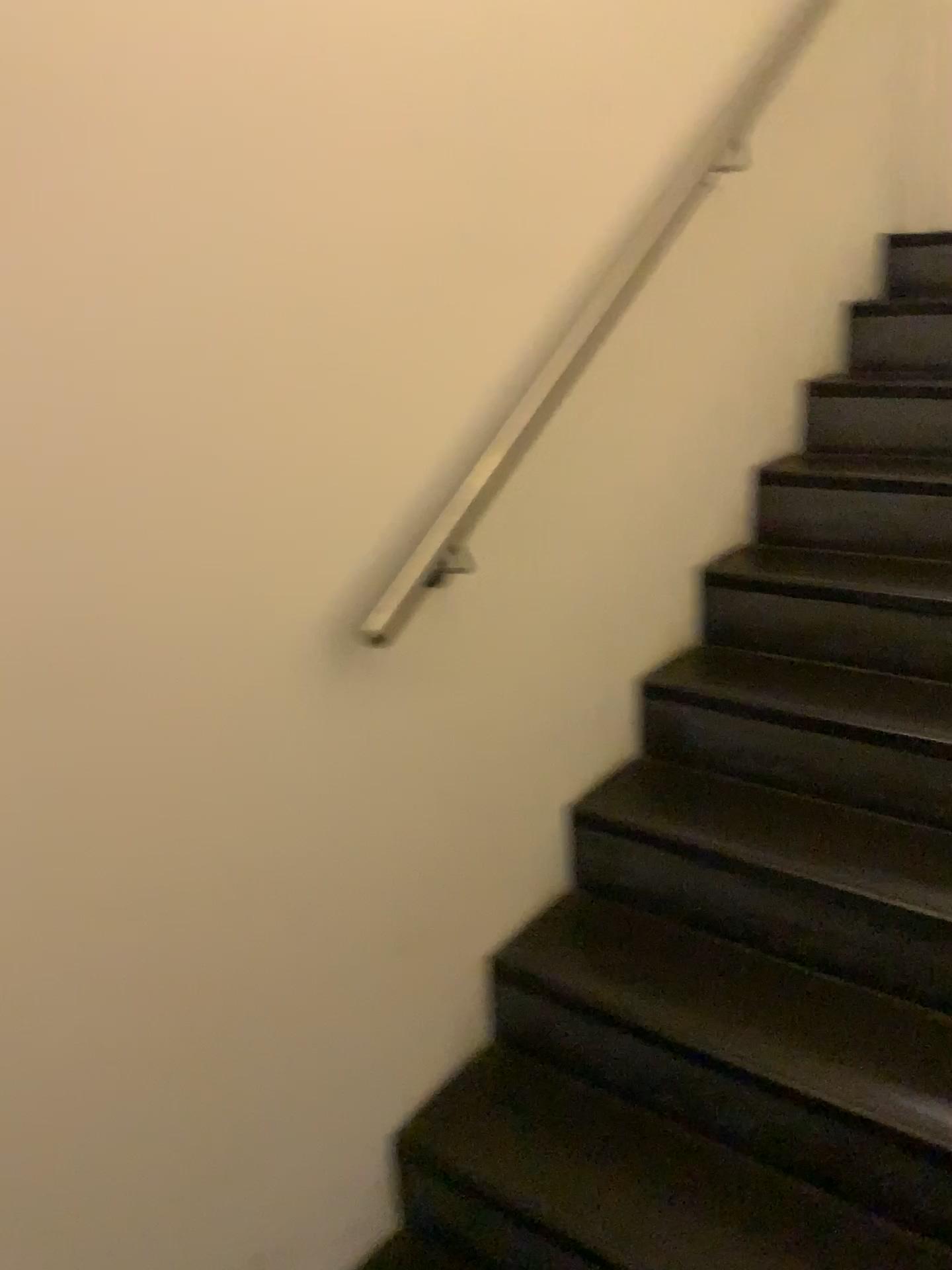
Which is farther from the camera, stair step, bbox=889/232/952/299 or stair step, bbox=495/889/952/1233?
stair step, bbox=889/232/952/299

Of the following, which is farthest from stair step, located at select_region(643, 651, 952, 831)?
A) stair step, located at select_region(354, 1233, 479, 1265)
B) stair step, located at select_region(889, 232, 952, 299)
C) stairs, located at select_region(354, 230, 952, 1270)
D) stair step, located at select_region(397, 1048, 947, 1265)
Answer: stair step, located at select_region(889, 232, 952, 299)

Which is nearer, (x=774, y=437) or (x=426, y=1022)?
(x=426, y=1022)

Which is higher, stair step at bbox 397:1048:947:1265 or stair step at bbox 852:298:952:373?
stair step at bbox 852:298:952:373

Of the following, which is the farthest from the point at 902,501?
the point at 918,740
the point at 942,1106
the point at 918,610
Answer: the point at 942,1106

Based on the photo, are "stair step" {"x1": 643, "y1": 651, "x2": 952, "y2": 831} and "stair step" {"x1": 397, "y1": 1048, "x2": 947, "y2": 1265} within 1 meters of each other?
yes

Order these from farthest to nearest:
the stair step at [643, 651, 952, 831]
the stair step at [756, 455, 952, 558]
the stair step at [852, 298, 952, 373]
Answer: the stair step at [852, 298, 952, 373], the stair step at [756, 455, 952, 558], the stair step at [643, 651, 952, 831]

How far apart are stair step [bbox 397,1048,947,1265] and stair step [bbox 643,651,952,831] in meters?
0.6

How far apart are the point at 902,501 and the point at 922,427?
0.3 meters

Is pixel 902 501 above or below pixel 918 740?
above
